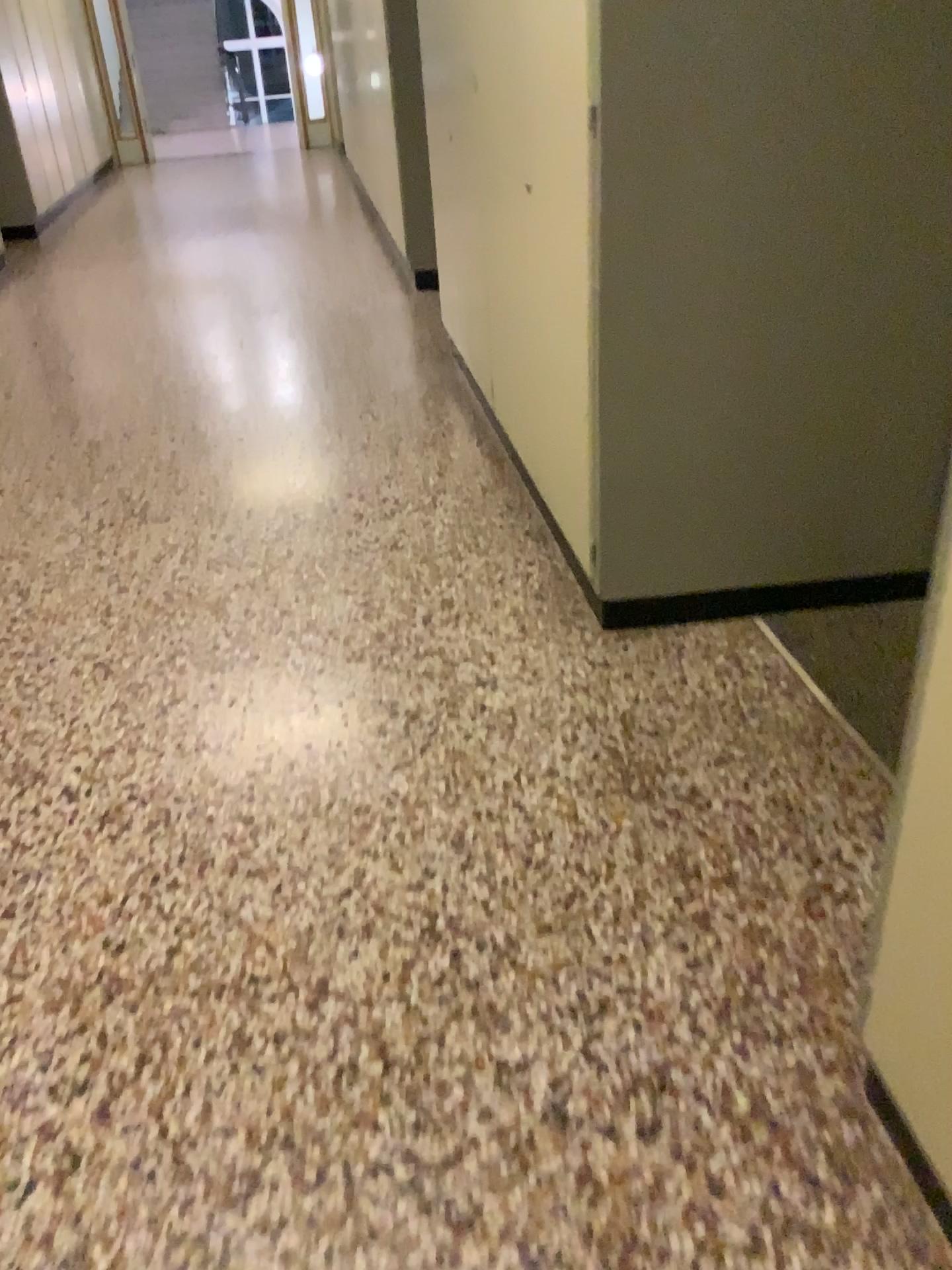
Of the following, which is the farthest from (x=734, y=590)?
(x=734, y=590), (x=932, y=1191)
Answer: (x=932, y=1191)

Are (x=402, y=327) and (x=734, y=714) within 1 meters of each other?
no

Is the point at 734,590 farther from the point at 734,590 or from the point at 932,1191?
the point at 932,1191

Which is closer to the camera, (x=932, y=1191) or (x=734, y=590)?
(x=932, y=1191)

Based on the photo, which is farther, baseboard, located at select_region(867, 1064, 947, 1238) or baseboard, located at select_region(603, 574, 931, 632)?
baseboard, located at select_region(603, 574, 931, 632)

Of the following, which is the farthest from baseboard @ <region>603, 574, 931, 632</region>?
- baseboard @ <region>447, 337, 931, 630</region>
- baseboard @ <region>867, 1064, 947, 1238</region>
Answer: baseboard @ <region>867, 1064, 947, 1238</region>

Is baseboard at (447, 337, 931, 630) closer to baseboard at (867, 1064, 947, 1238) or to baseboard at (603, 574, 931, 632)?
baseboard at (603, 574, 931, 632)

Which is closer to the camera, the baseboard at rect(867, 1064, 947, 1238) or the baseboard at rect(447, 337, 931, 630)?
the baseboard at rect(867, 1064, 947, 1238)
